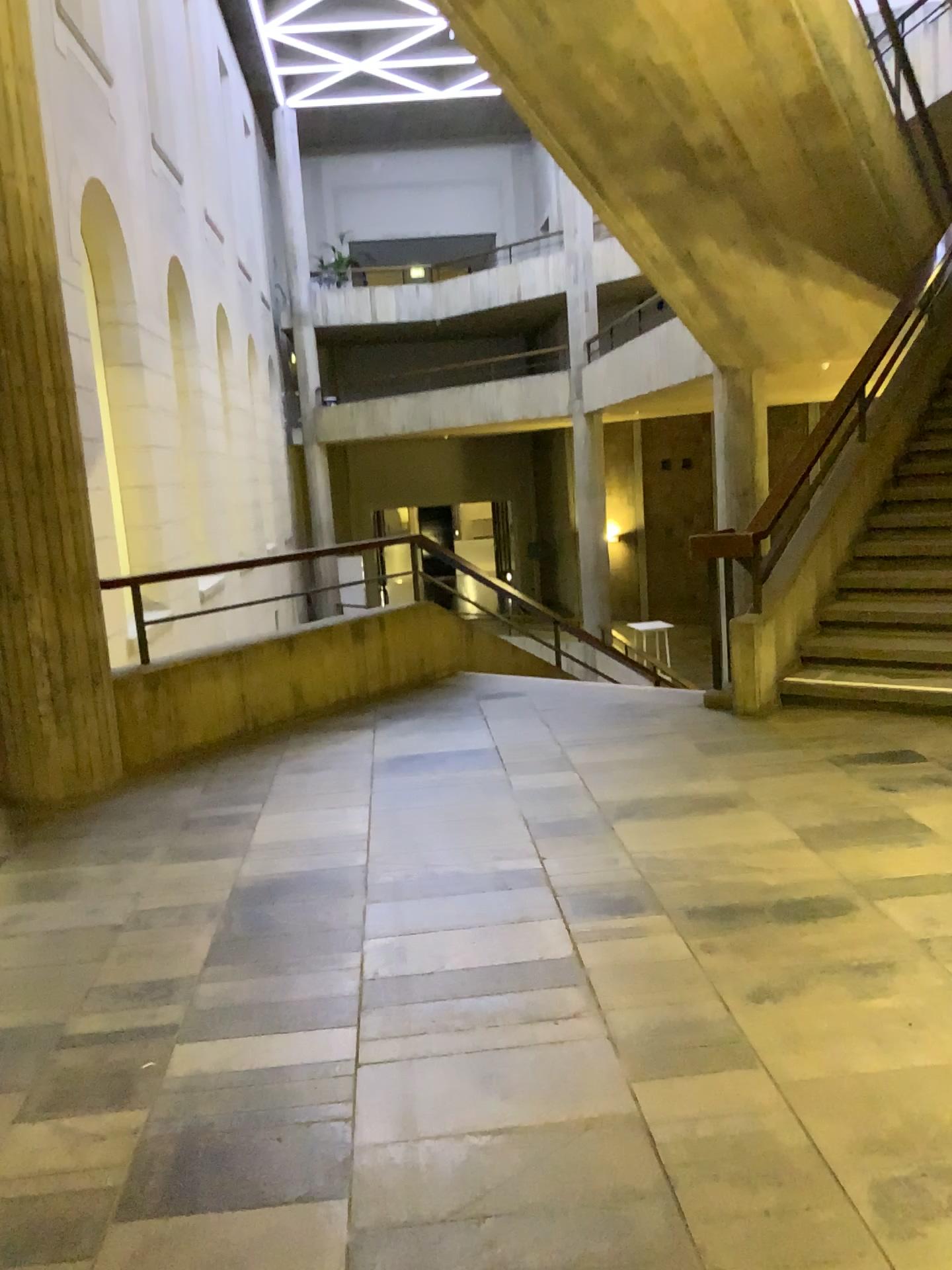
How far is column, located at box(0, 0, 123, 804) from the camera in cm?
436

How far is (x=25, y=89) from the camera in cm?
436

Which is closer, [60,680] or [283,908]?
[283,908]
